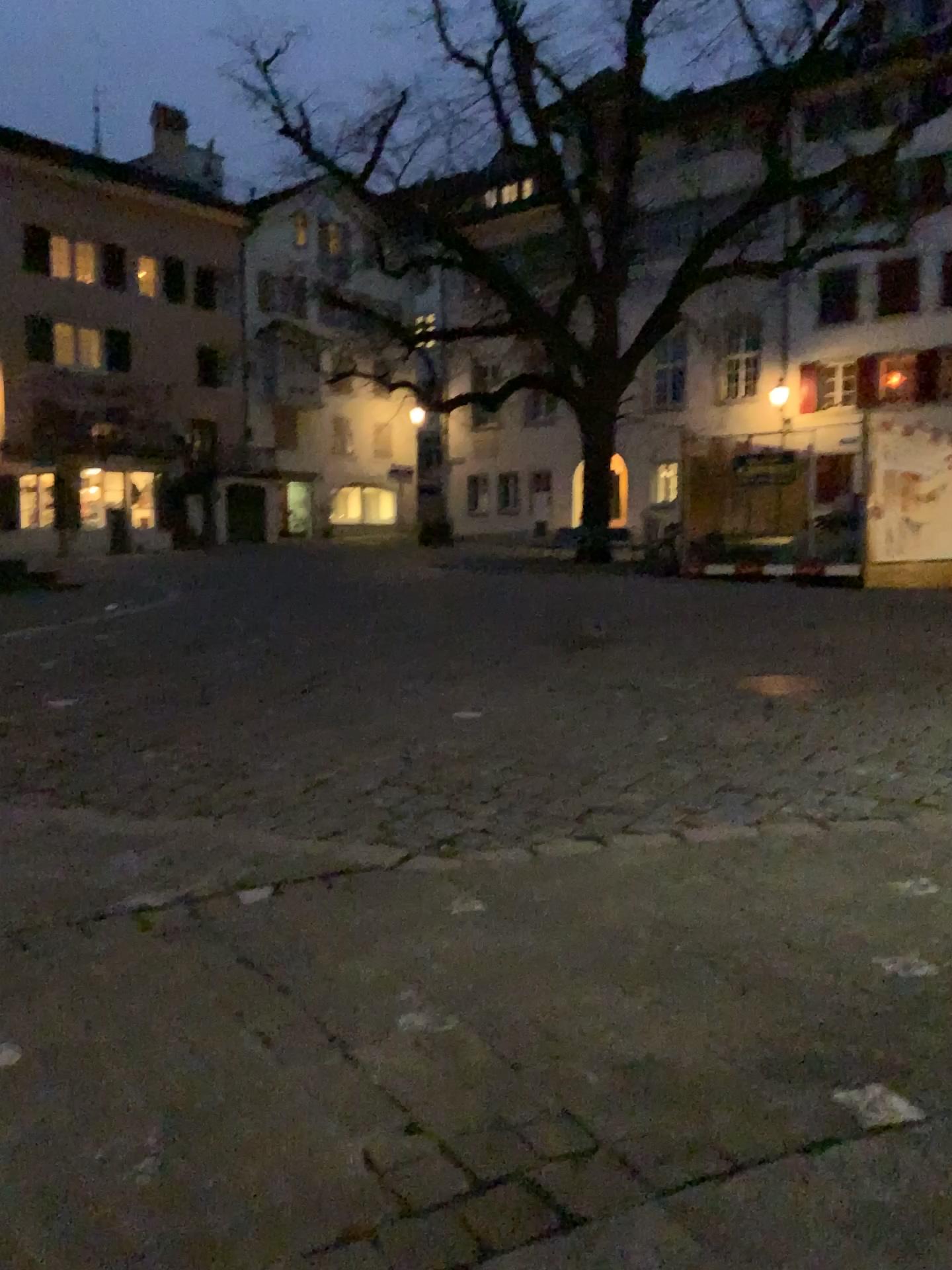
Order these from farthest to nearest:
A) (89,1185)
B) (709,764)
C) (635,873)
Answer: (709,764)
(635,873)
(89,1185)
